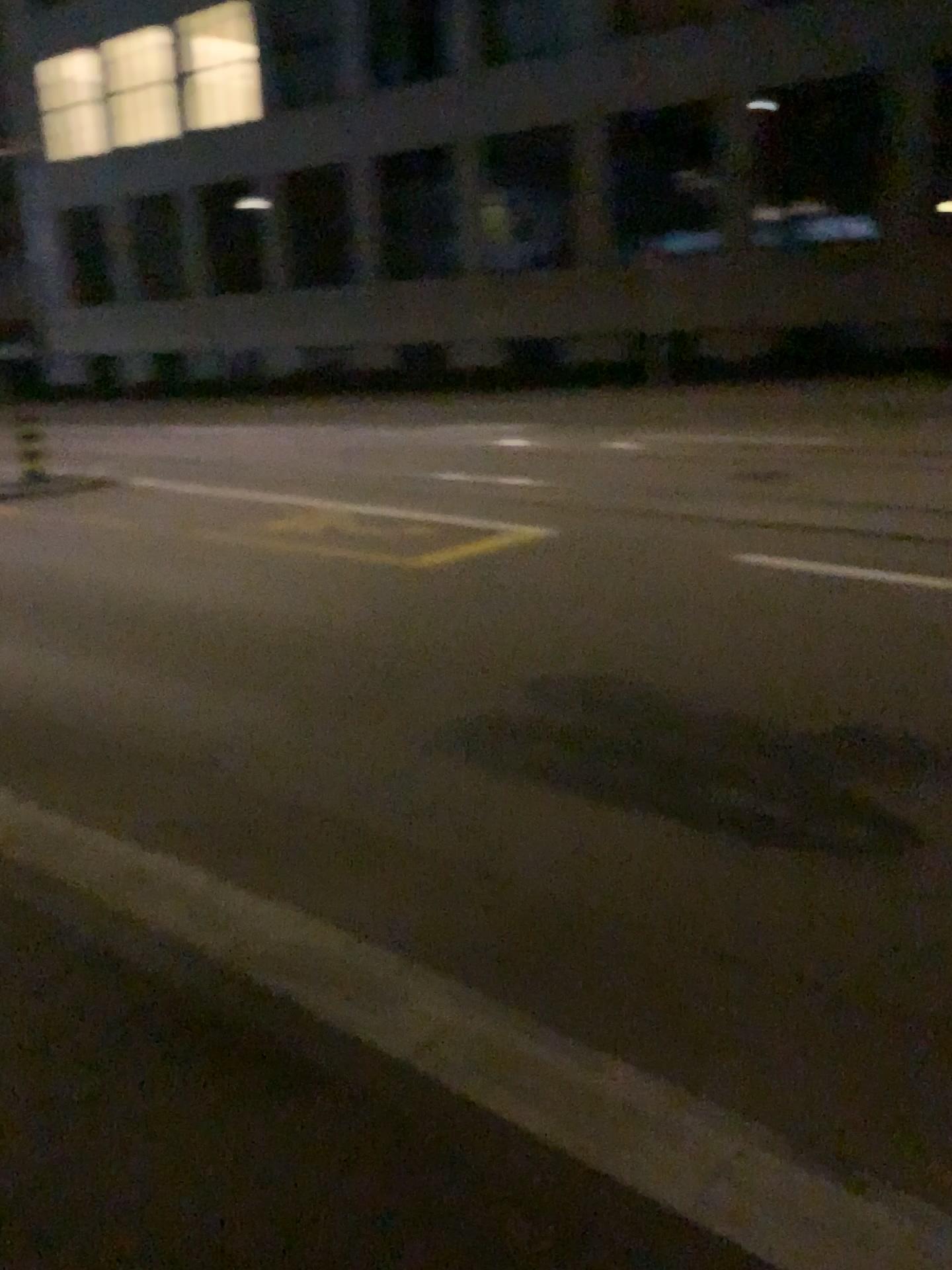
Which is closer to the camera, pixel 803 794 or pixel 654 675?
pixel 803 794
